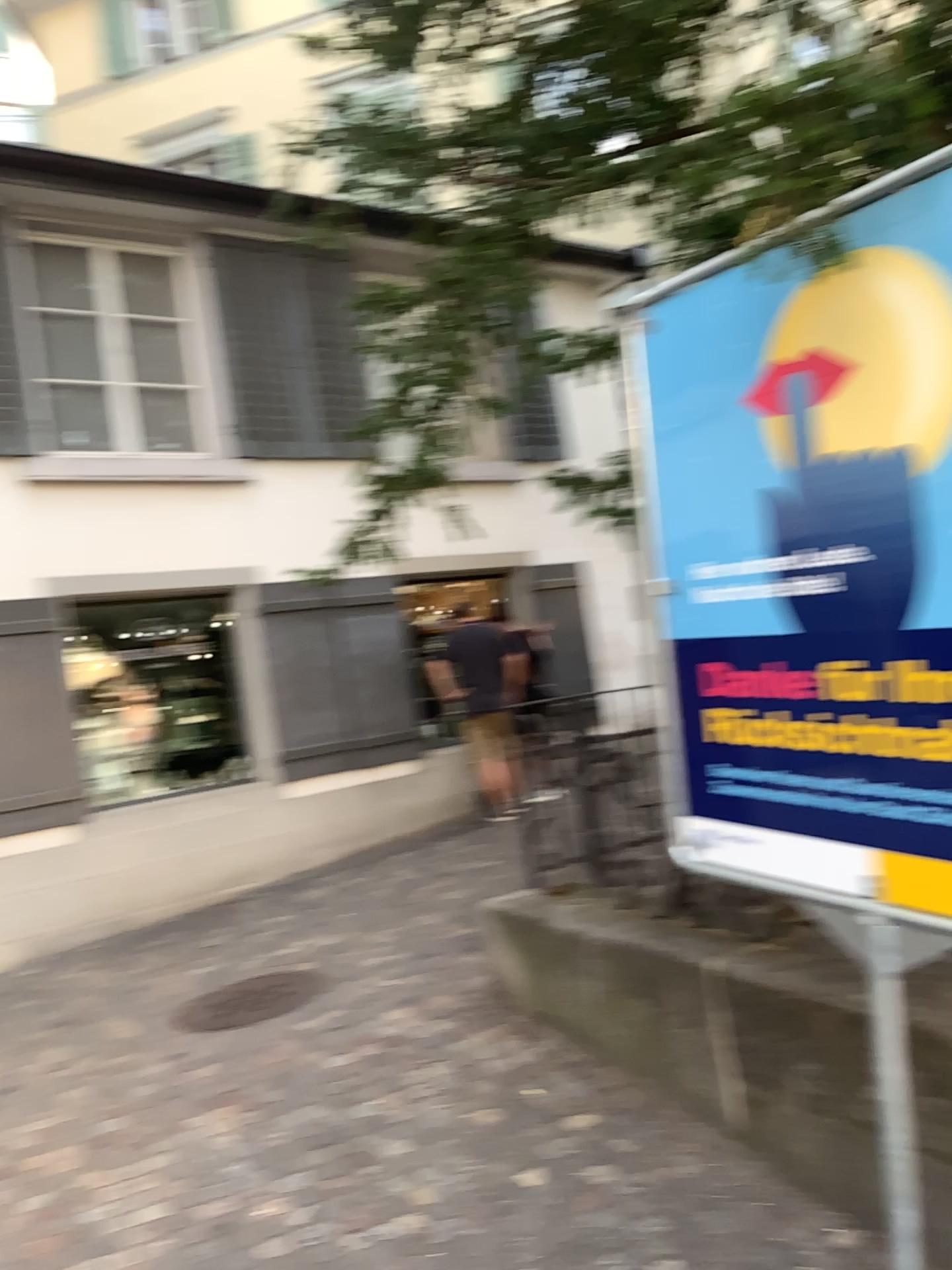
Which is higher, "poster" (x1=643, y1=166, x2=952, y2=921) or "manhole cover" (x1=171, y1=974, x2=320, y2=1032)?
"poster" (x1=643, y1=166, x2=952, y2=921)

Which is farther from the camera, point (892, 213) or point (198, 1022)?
point (198, 1022)

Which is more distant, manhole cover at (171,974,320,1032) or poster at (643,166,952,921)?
manhole cover at (171,974,320,1032)

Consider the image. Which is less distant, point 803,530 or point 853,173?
point 853,173

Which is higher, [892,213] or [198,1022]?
[892,213]
